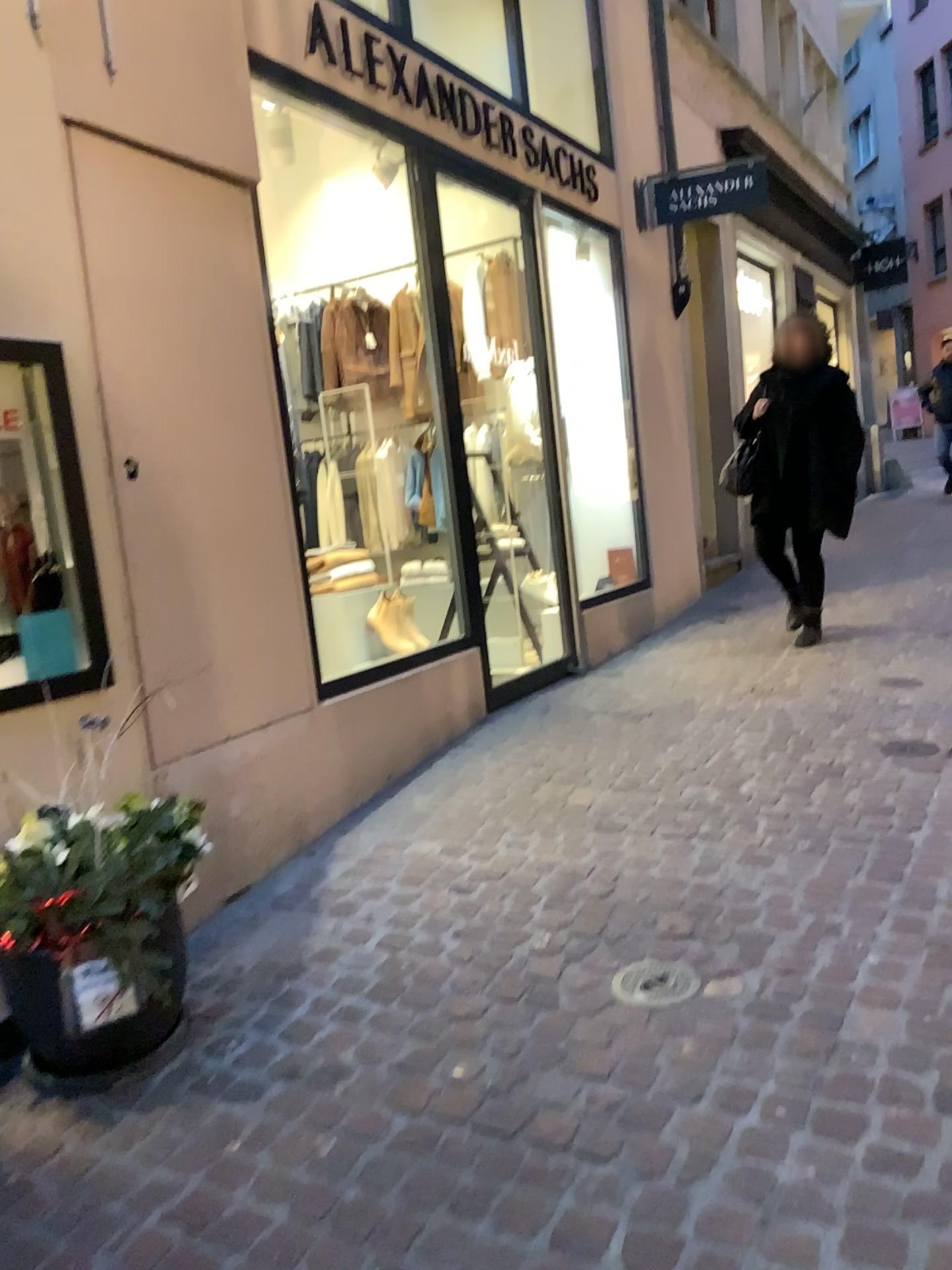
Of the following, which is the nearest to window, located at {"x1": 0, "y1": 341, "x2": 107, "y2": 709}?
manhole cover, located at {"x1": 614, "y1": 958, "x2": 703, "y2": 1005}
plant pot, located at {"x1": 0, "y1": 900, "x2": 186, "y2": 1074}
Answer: plant pot, located at {"x1": 0, "y1": 900, "x2": 186, "y2": 1074}

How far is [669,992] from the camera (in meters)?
2.39

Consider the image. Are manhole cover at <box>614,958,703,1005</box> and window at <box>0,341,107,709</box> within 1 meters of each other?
no

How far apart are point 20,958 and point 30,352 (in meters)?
1.48

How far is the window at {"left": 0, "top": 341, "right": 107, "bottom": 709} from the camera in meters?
2.7 m

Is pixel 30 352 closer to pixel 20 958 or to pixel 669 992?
pixel 20 958

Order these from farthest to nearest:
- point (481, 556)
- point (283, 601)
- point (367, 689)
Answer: point (481, 556) < point (367, 689) < point (283, 601)

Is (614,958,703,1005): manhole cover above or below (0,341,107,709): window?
below

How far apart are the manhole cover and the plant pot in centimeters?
101cm

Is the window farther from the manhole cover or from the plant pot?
the manhole cover
